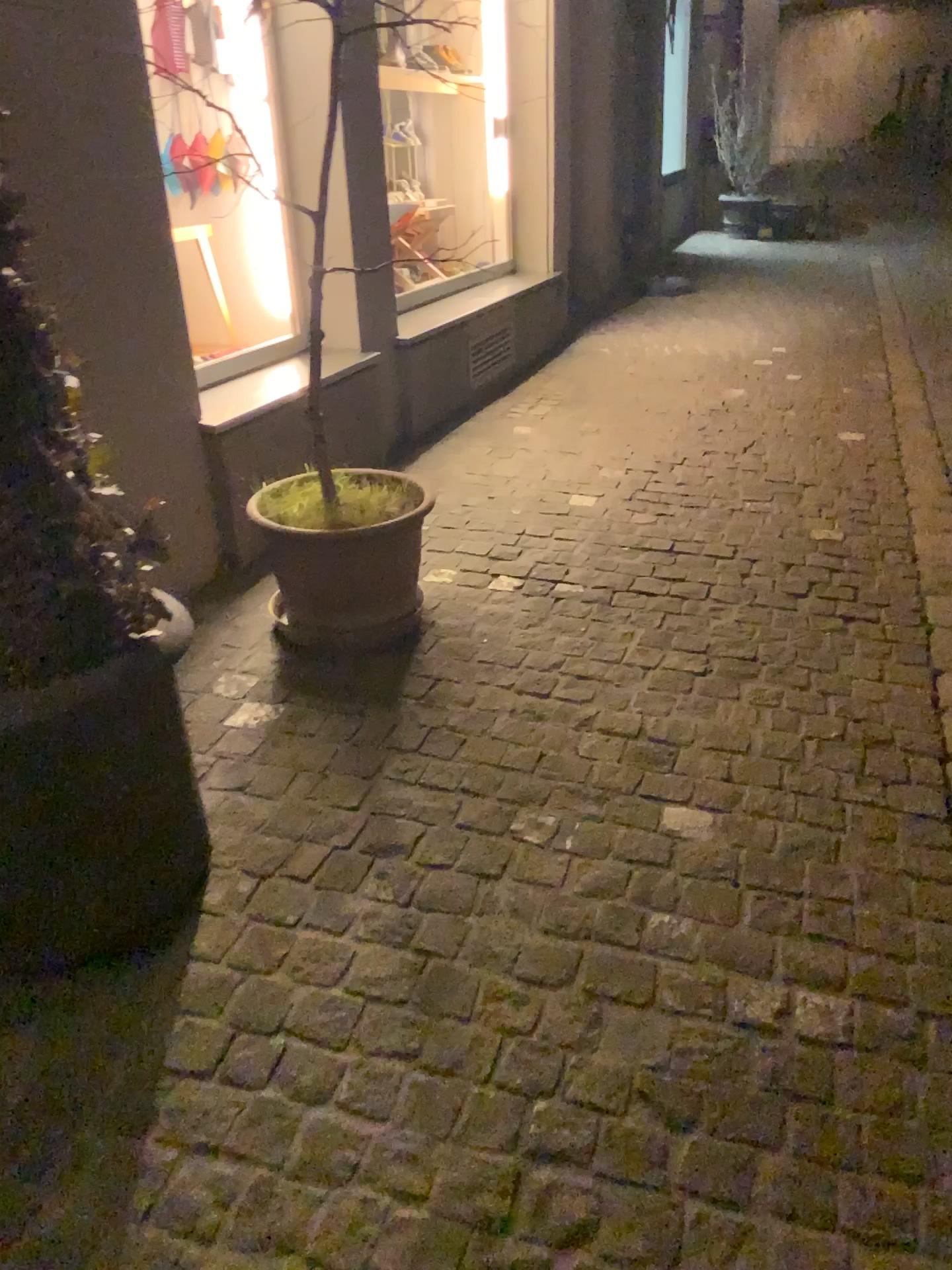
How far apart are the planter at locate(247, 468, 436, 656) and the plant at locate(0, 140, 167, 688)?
0.8m

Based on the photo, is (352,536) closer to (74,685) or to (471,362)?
(74,685)

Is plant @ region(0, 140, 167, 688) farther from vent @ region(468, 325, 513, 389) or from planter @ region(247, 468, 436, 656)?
vent @ region(468, 325, 513, 389)

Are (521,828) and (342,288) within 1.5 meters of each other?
no

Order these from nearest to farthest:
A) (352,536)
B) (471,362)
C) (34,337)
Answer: (34,337)
(352,536)
(471,362)

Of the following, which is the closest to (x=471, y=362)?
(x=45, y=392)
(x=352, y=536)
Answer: (x=352, y=536)

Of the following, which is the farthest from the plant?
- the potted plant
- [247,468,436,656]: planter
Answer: [247,468,436,656]: planter

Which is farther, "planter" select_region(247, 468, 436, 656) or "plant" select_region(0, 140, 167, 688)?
"planter" select_region(247, 468, 436, 656)

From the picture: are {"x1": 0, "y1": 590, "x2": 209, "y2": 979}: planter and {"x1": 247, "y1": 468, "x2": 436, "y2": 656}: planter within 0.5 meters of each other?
no

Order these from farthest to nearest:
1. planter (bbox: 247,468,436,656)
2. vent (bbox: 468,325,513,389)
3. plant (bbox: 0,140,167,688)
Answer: vent (bbox: 468,325,513,389) < planter (bbox: 247,468,436,656) < plant (bbox: 0,140,167,688)
